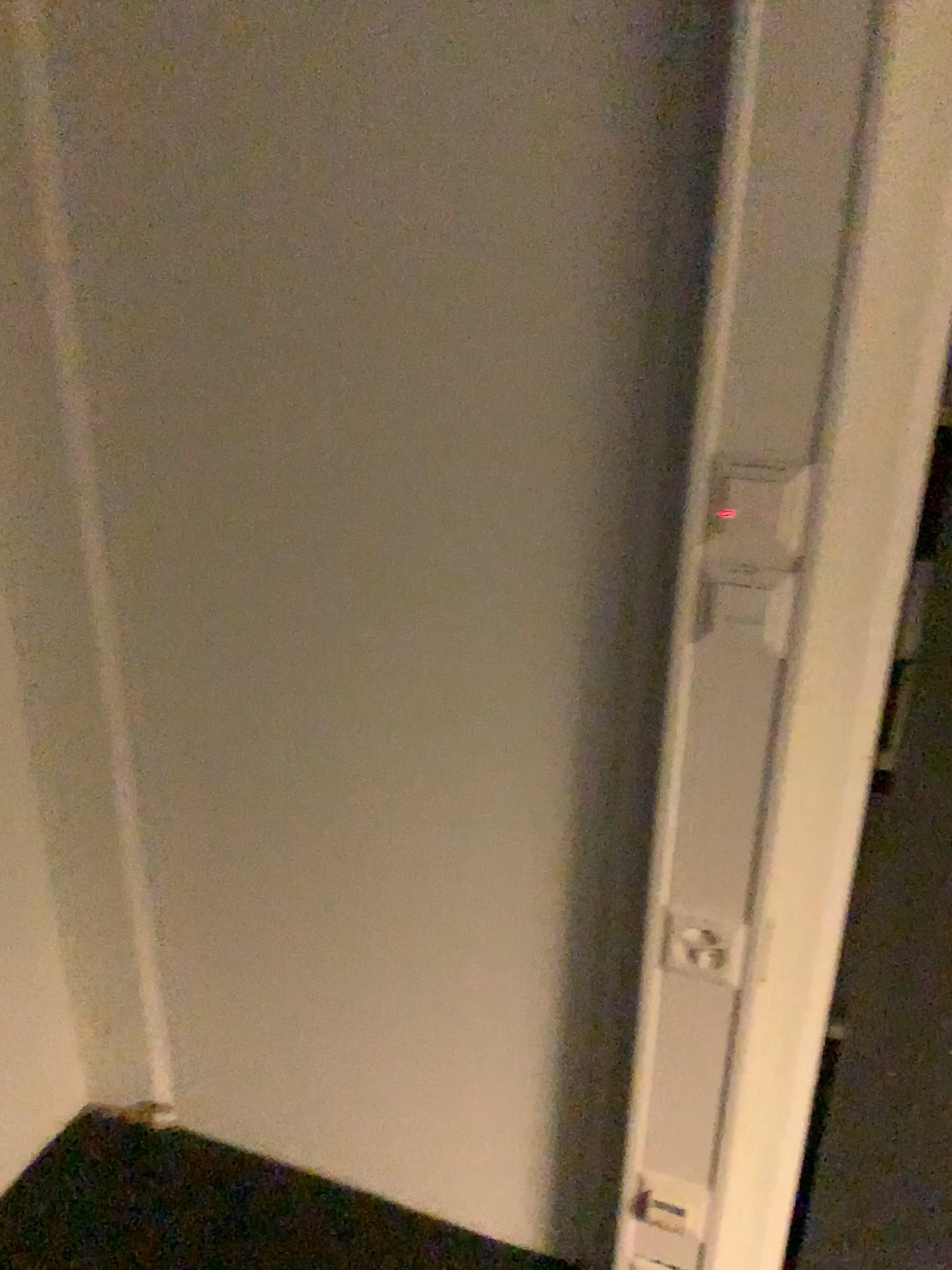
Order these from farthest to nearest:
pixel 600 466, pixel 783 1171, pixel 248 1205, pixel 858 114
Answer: pixel 248 1205
pixel 783 1171
pixel 600 466
pixel 858 114
